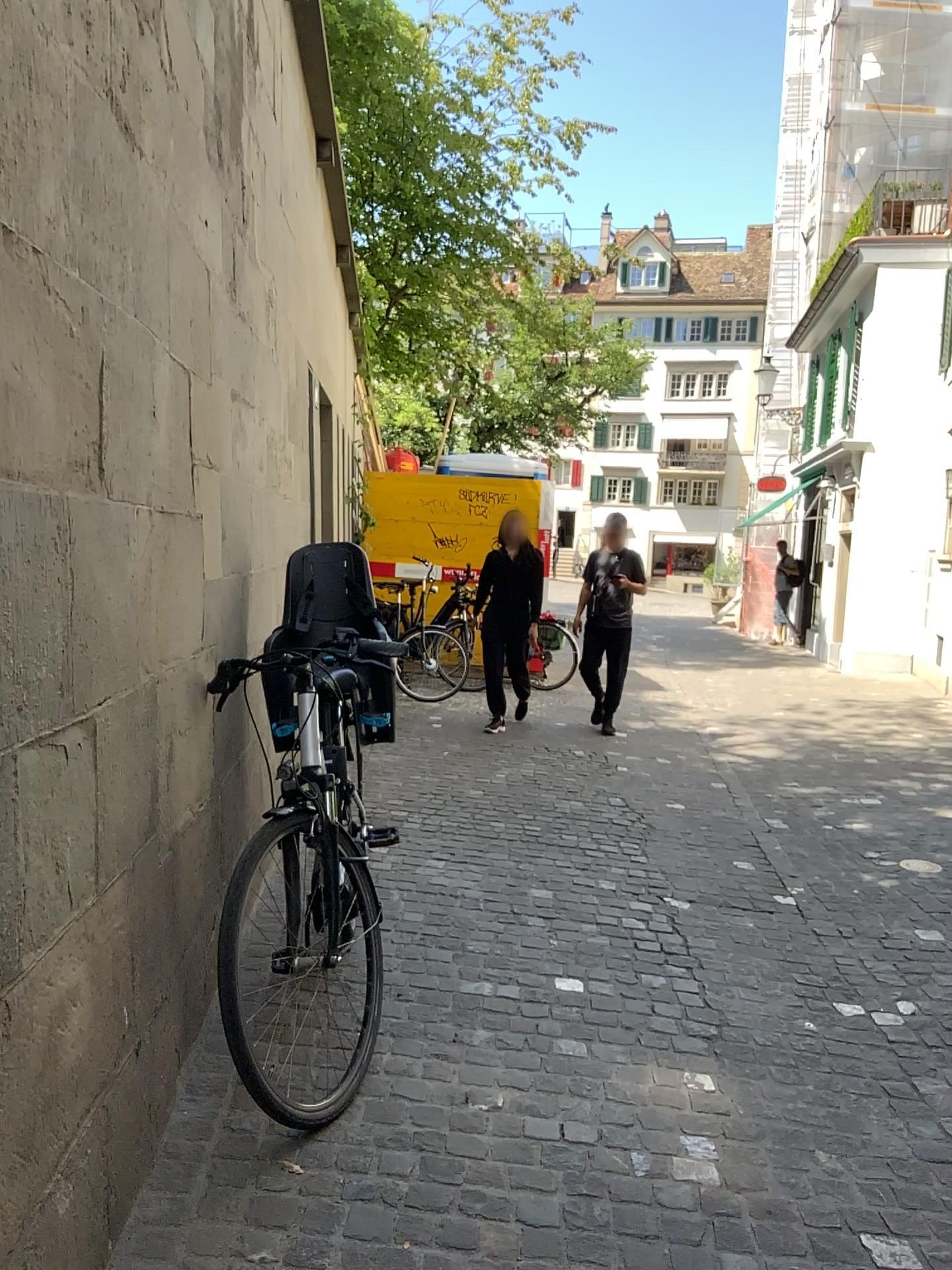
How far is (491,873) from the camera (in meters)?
4.43
